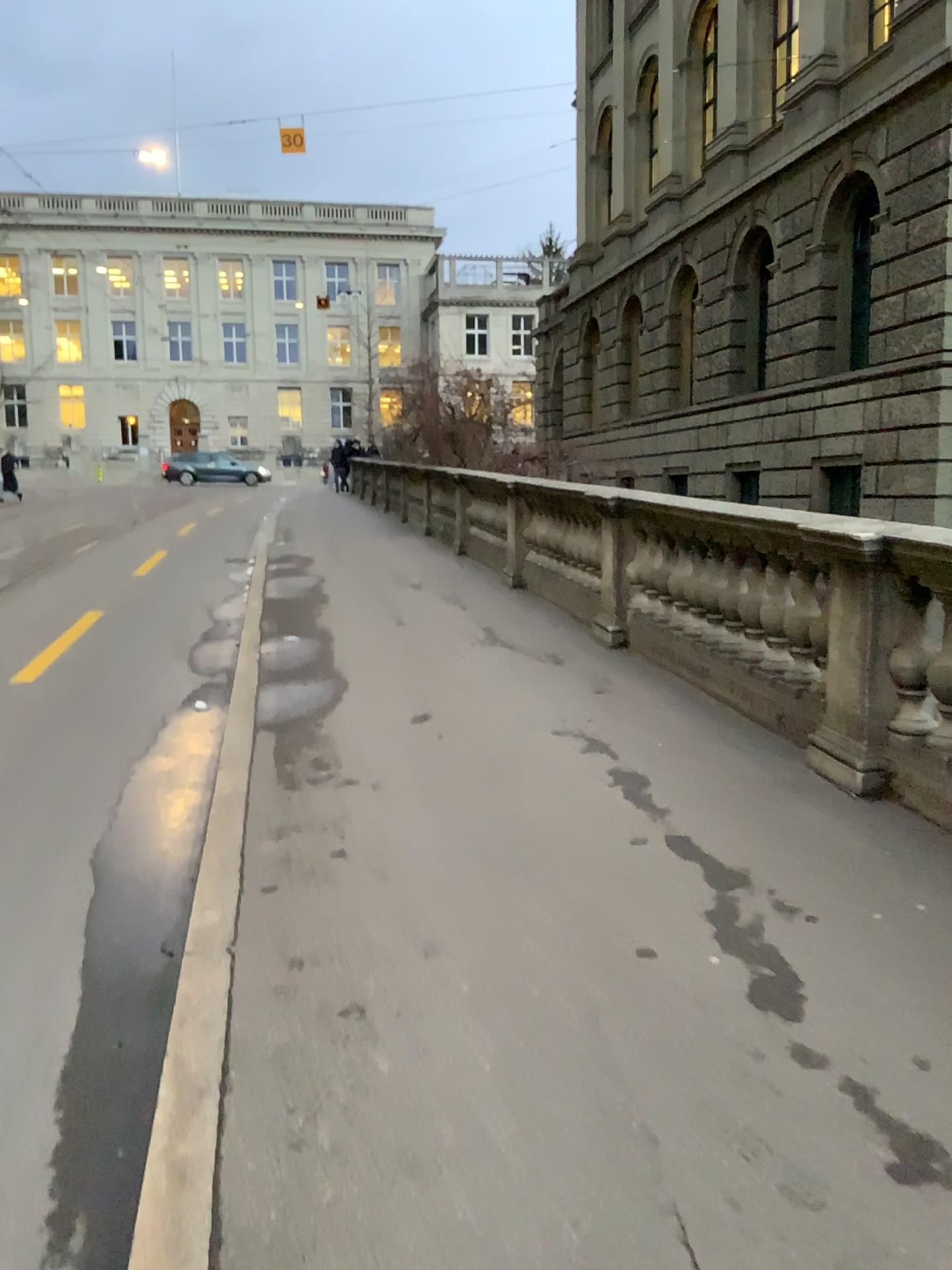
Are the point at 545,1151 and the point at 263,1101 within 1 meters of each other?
yes
